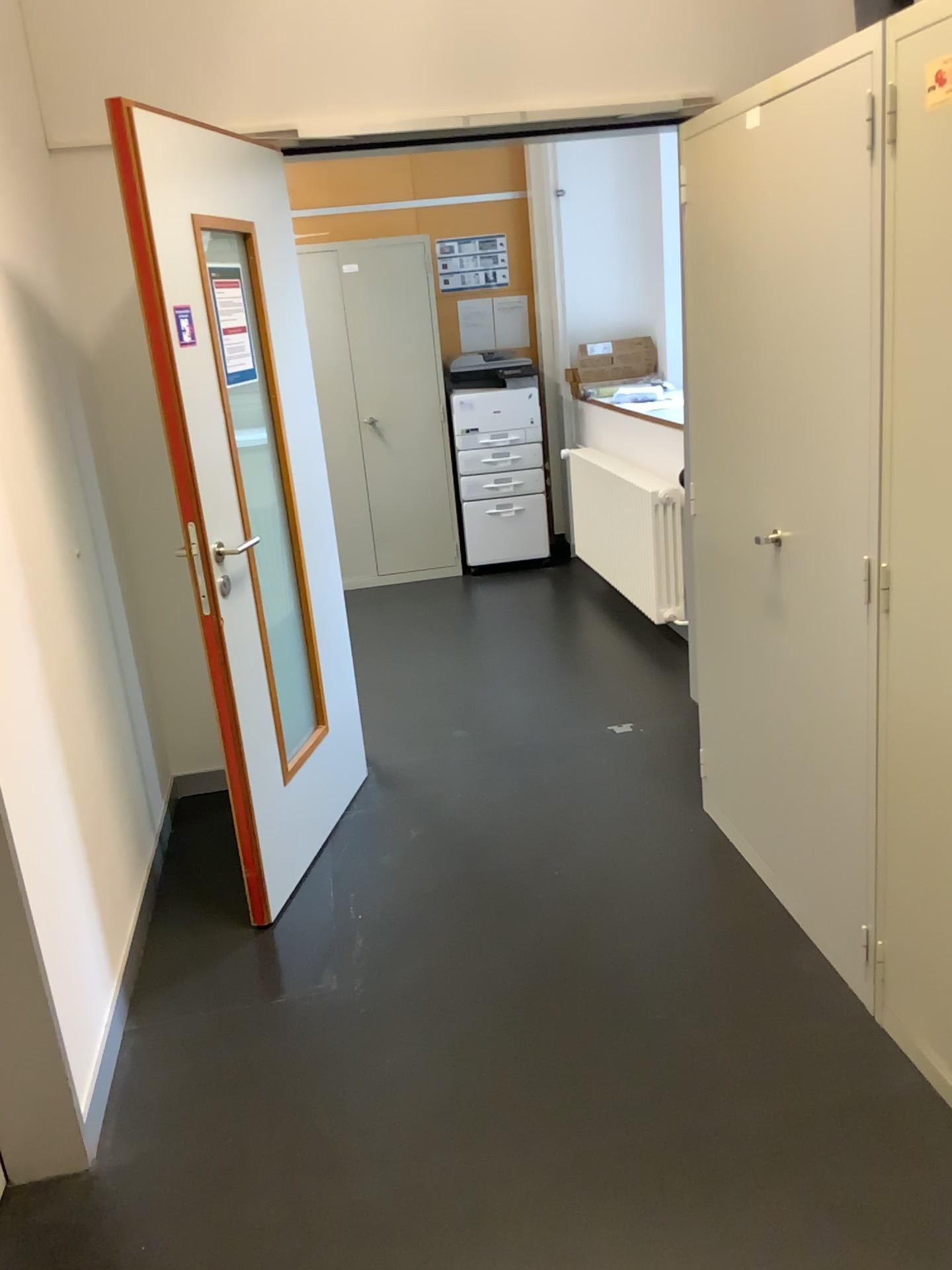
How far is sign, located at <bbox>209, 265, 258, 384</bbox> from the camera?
2.71m

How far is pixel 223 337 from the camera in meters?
2.7 m

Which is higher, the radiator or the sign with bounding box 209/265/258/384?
the sign with bounding box 209/265/258/384

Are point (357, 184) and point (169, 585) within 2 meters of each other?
no

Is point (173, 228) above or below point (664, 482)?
above

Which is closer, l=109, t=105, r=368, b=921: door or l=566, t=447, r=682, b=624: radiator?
l=109, t=105, r=368, b=921: door

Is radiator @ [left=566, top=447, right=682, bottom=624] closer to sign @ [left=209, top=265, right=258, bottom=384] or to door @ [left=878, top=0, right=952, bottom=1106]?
sign @ [left=209, top=265, right=258, bottom=384]

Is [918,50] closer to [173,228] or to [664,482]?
[173,228]

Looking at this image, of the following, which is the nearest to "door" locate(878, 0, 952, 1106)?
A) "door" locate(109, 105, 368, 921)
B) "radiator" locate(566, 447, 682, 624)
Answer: "door" locate(109, 105, 368, 921)

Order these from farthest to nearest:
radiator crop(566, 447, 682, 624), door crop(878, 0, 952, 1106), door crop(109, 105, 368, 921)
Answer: radiator crop(566, 447, 682, 624) → door crop(109, 105, 368, 921) → door crop(878, 0, 952, 1106)
